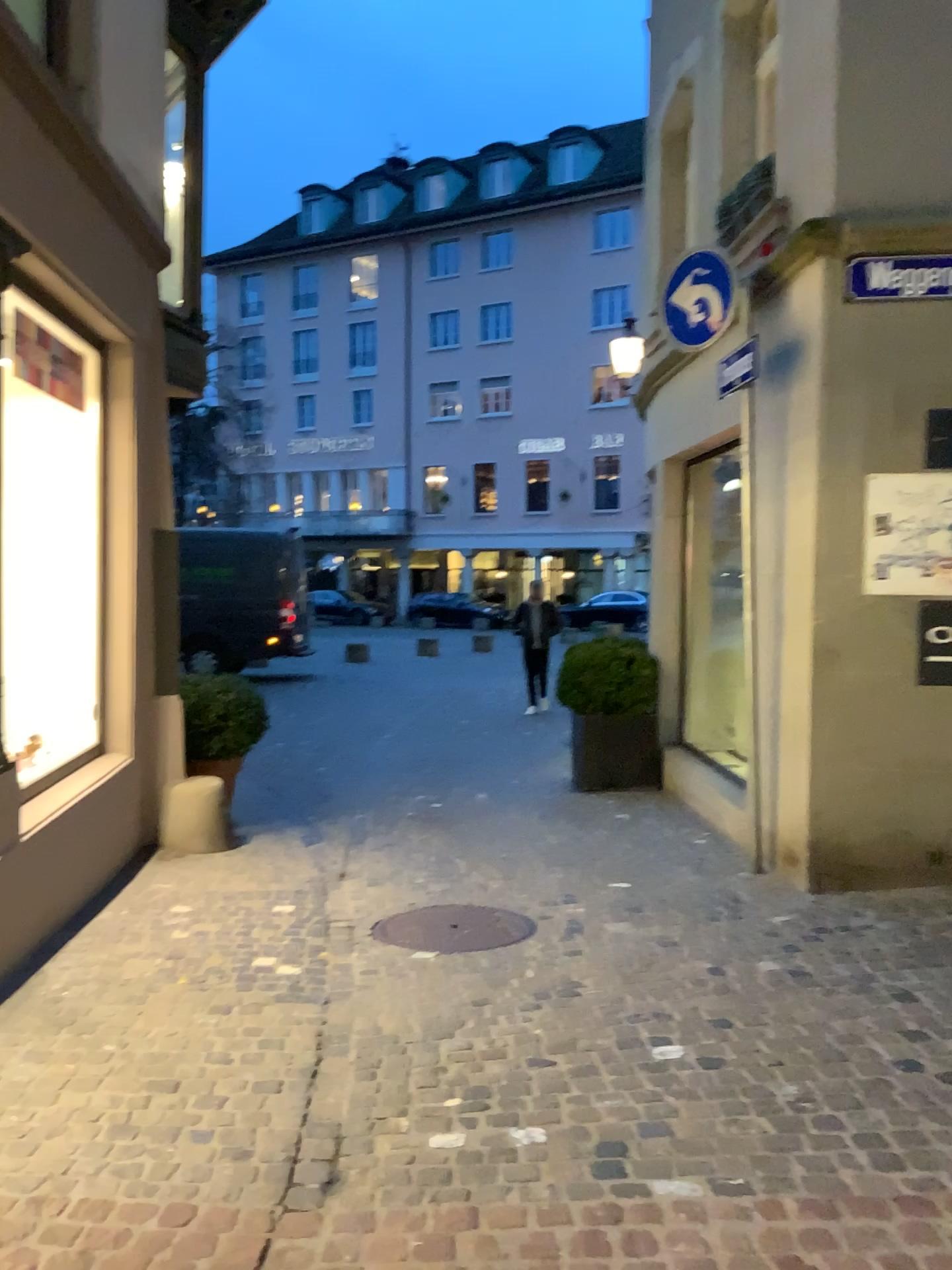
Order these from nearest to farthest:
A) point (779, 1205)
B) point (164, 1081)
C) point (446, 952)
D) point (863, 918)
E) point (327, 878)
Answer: point (779, 1205) < point (164, 1081) < point (446, 952) < point (863, 918) < point (327, 878)
